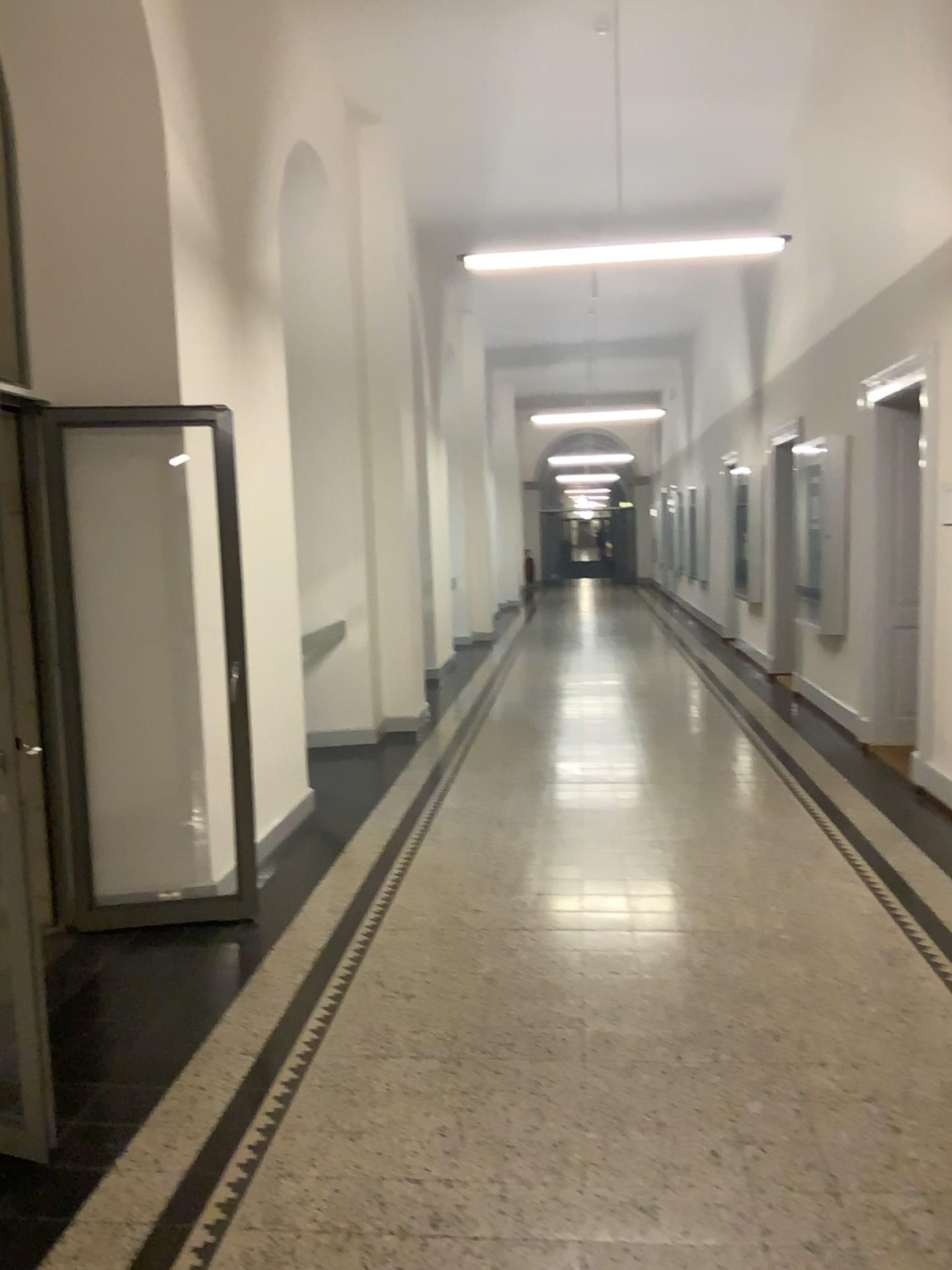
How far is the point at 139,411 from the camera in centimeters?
430cm

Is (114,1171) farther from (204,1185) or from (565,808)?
(565,808)

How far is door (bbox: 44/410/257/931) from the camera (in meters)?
4.30
